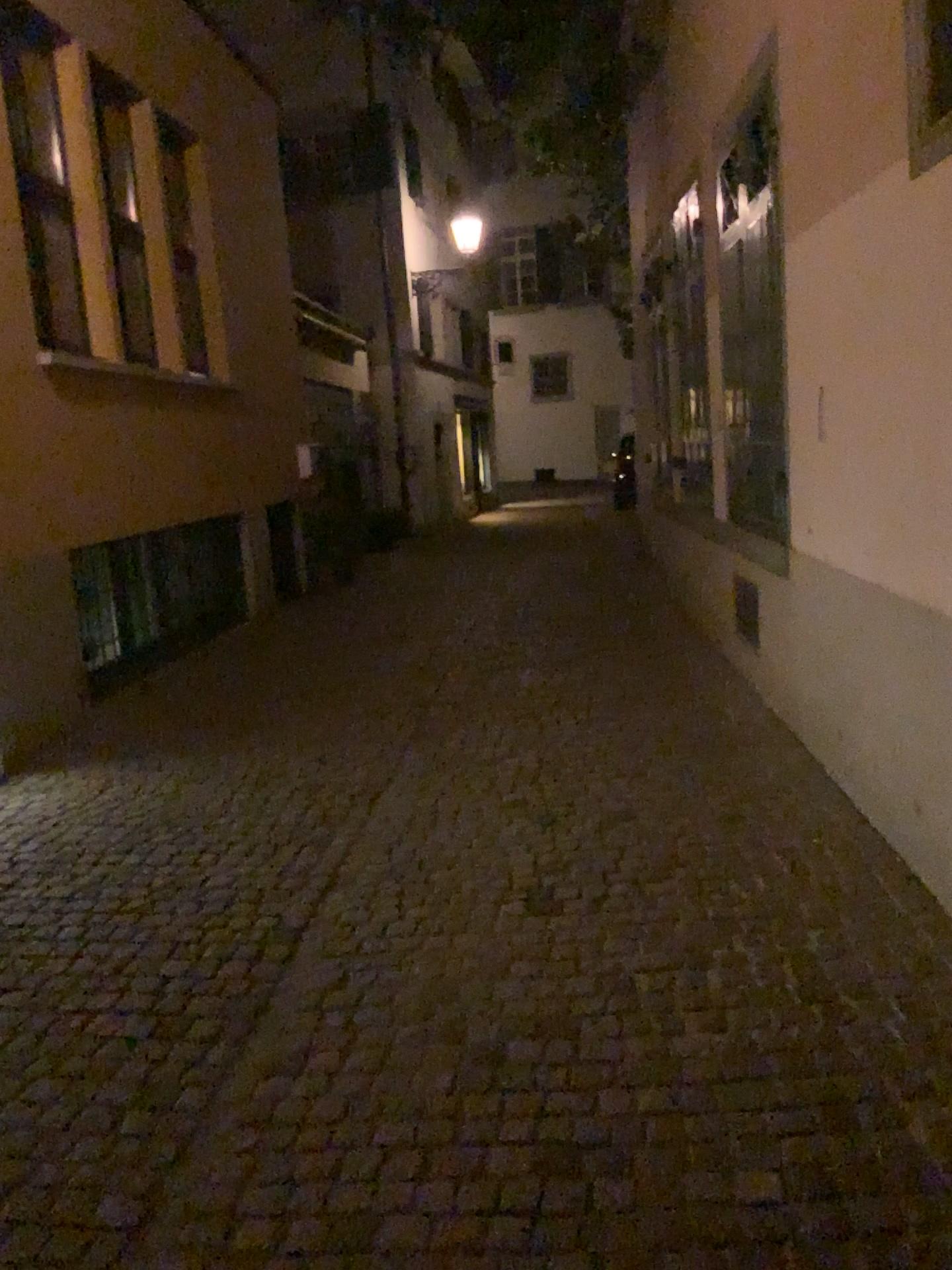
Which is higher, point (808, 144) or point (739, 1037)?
point (808, 144)
